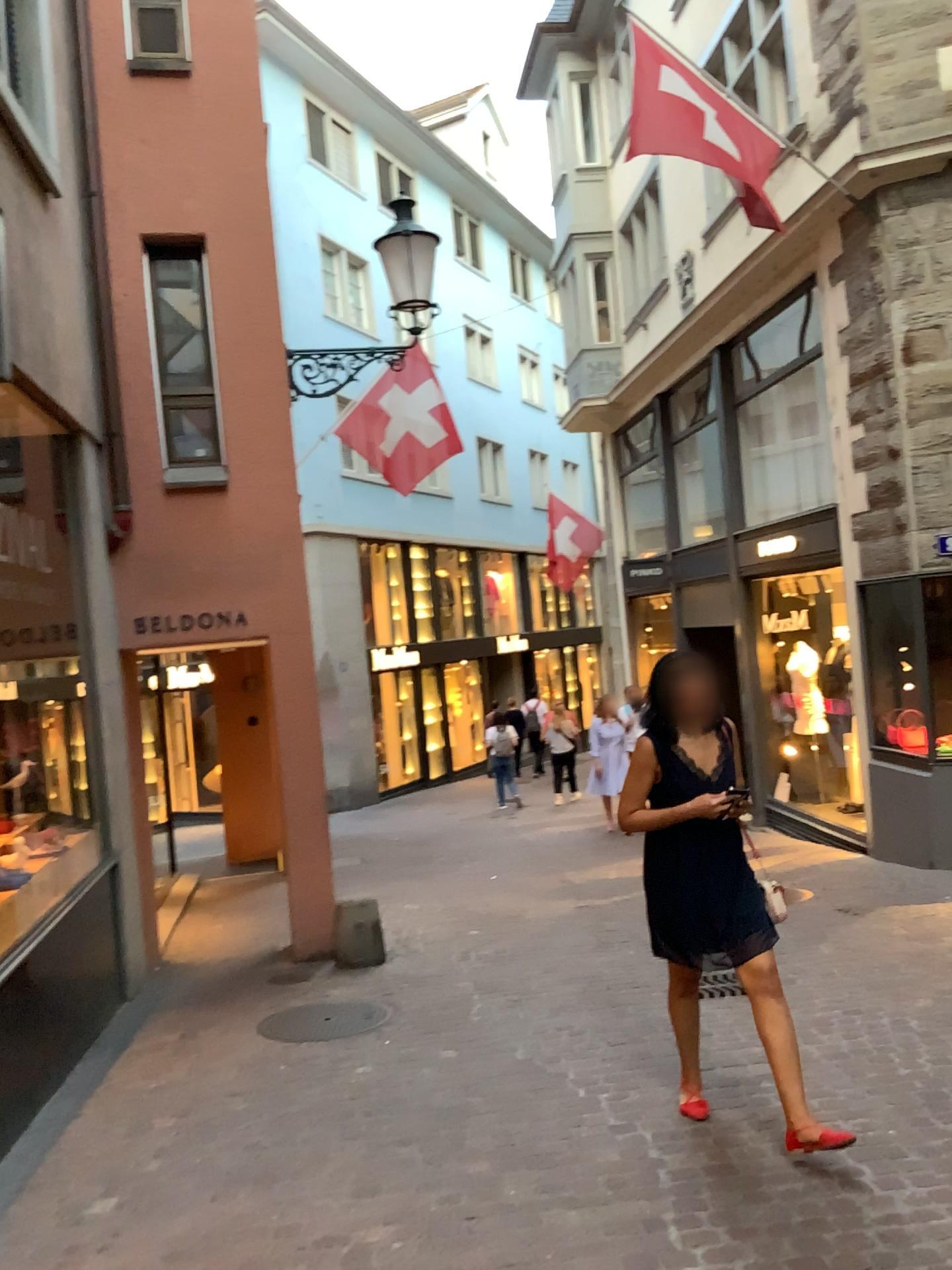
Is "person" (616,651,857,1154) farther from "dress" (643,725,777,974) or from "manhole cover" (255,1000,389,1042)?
"manhole cover" (255,1000,389,1042)

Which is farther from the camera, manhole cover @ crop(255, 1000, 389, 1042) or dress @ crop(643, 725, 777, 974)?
manhole cover @ crop(255, 1000, 389, 1042)

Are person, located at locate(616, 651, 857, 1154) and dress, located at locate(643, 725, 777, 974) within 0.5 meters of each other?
yes

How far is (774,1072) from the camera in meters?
3.5

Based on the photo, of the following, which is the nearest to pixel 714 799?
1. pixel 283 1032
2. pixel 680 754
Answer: pixel 680 754

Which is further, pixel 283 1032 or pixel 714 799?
pixel 283 1032

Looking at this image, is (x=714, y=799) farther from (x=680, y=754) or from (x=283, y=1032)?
(x=283, y=1032)

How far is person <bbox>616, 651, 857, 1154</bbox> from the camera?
3.63m

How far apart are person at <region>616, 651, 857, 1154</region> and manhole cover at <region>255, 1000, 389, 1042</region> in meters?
1.8

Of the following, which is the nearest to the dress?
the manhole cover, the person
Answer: the person
